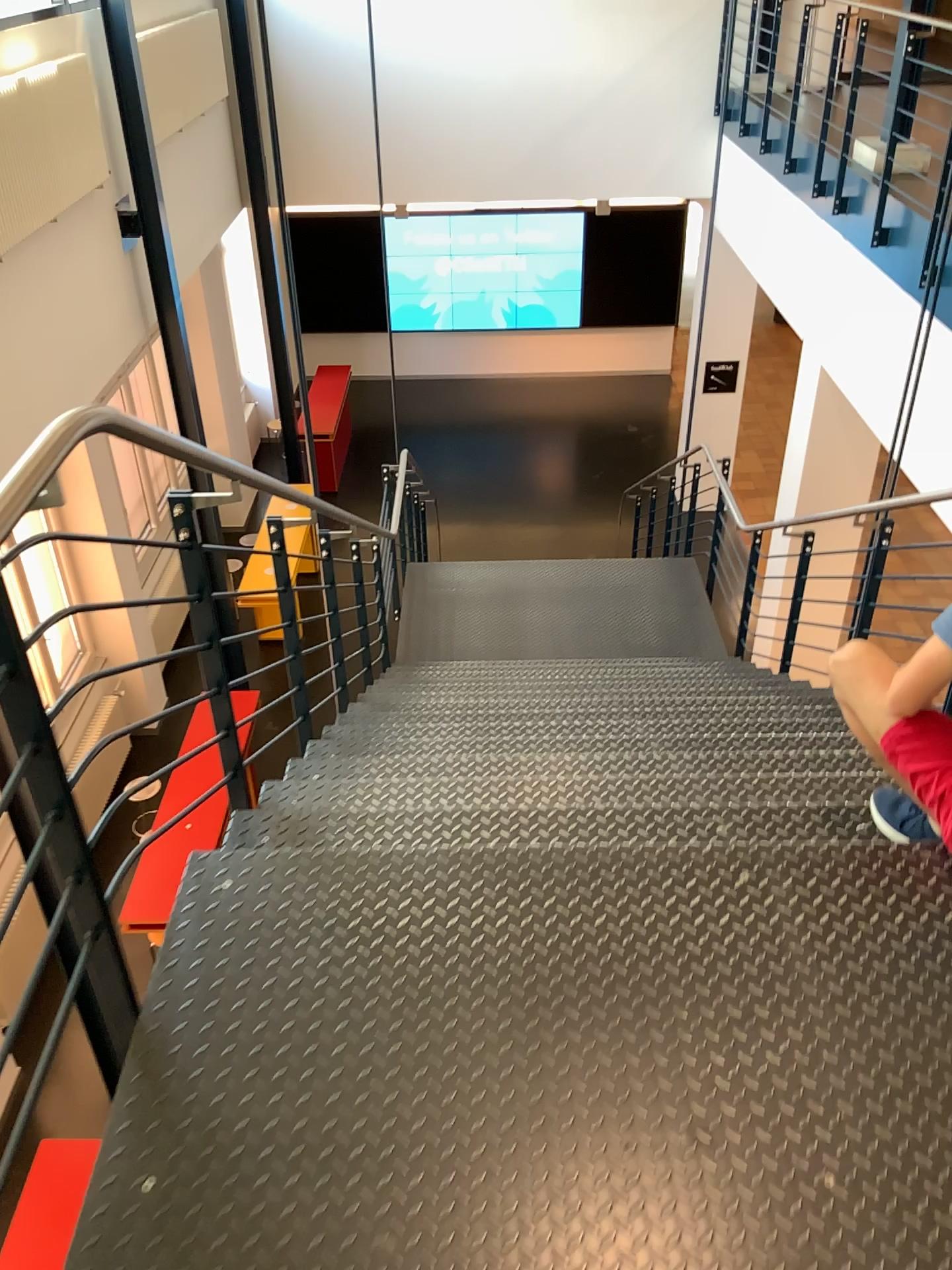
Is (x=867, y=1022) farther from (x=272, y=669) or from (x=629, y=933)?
(x=272, y=669)

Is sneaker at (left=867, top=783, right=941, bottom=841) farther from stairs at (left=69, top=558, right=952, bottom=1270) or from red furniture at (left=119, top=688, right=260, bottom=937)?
red furniture at (left=119, top=688, right=260, bottom=937)

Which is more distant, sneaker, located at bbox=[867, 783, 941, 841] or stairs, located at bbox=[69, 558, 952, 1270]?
sneaker, located at bbox=[867, 783, 941, 841]

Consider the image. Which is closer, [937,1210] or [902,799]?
[937,1210]

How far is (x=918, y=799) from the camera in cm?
194

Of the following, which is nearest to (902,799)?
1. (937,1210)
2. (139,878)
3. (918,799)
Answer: (918,799)

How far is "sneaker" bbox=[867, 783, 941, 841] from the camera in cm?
199

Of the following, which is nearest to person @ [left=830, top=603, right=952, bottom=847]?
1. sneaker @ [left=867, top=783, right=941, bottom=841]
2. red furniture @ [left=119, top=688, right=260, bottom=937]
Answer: sneaker @ [left=867, top=783, right=941, bottom=841]

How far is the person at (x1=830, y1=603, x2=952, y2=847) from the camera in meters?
1.9 m

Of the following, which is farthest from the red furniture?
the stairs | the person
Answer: the person
